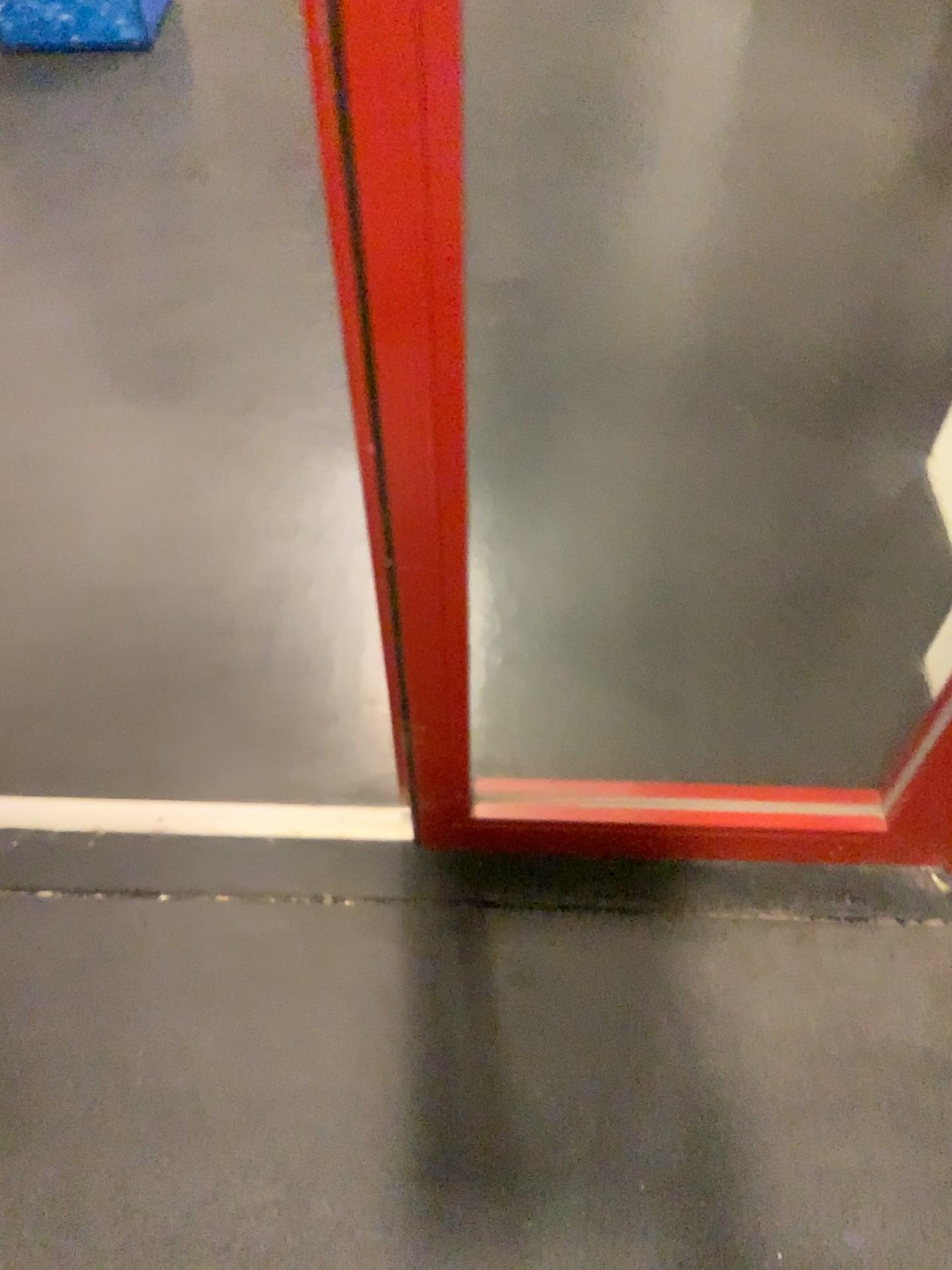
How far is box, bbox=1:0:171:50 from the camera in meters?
2.5 m

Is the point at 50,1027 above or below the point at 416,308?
below

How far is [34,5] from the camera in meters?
2.5 m
